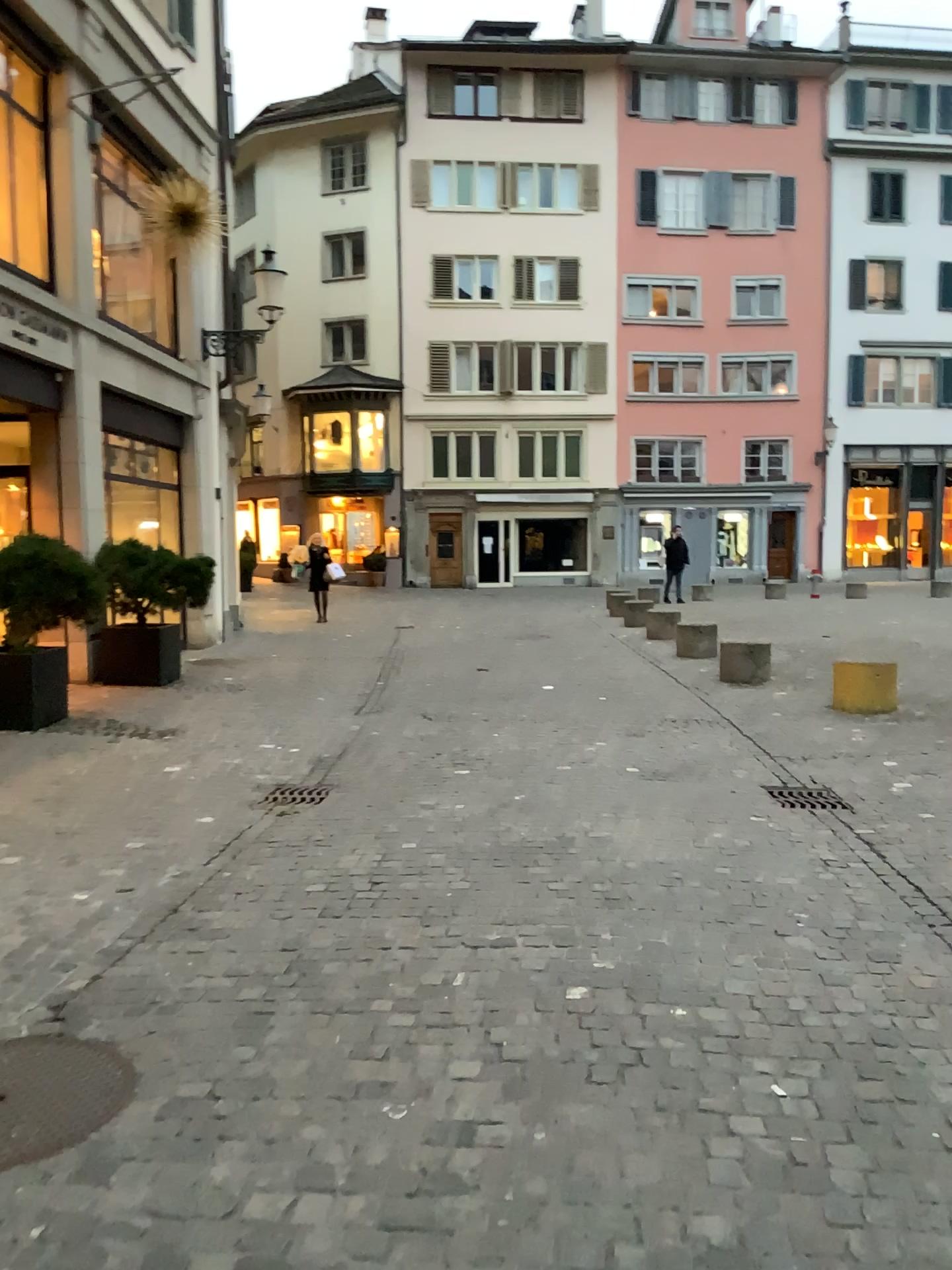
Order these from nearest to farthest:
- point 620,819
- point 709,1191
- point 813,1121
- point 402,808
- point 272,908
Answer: point 709,1191 < point 813,1121 < point 272,908 < point 620,819 < point 402,808
